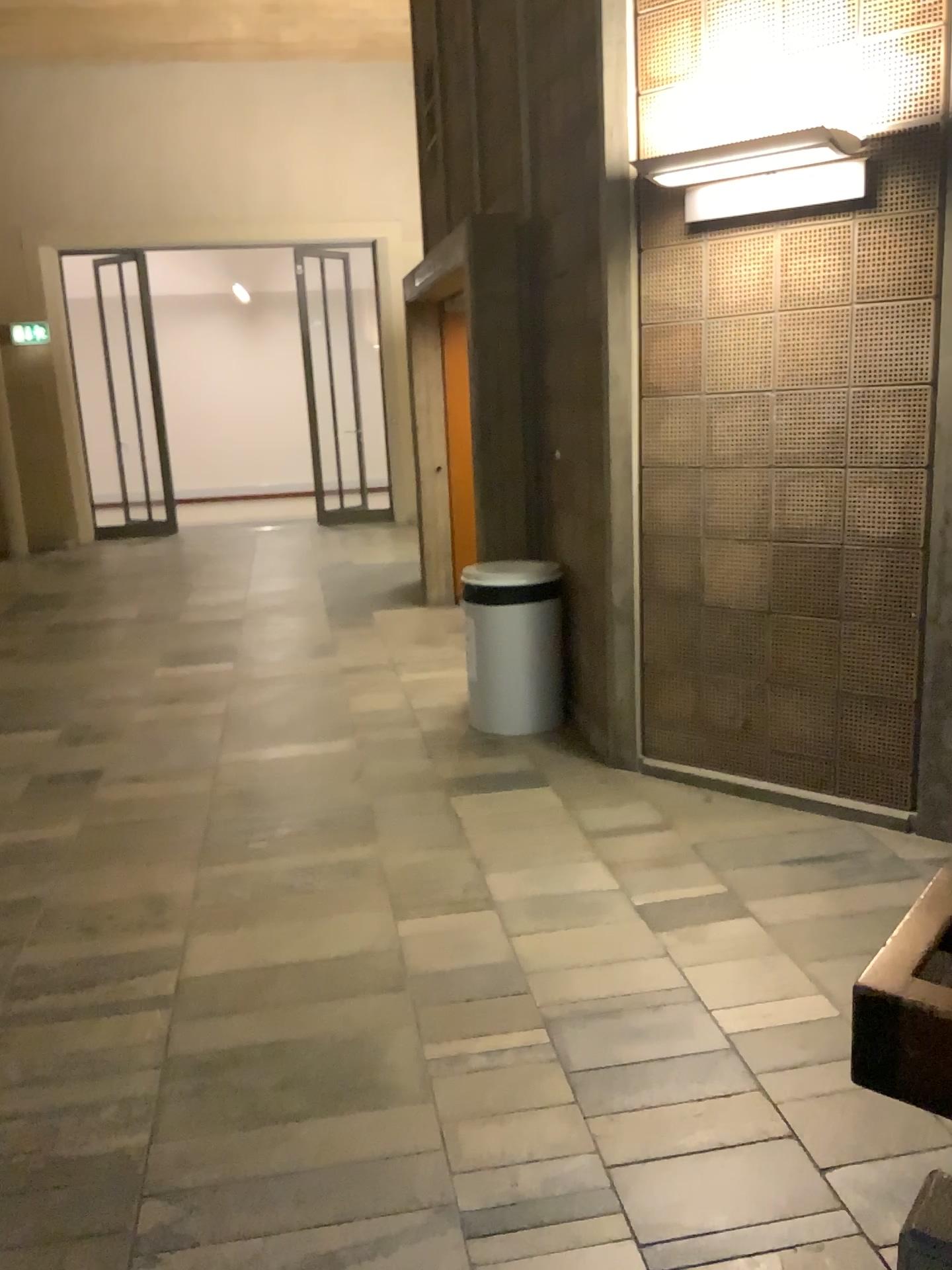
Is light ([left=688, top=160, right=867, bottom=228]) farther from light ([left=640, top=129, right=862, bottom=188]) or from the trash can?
the trash can

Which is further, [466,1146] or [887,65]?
[887,65]

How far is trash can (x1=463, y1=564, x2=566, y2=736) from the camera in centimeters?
463cm

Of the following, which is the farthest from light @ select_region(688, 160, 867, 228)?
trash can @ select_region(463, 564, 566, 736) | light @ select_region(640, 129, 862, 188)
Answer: trash can @ select_region(463, 564, 566, 736)

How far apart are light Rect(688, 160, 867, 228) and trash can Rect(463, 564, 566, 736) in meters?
1.7 m

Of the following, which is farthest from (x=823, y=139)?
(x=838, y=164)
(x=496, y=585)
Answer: (x=496, y=585)

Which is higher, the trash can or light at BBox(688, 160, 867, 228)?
light at BBox(688, 160, 867, 228)

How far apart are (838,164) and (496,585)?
2.1m

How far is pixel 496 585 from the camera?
4.6 meters

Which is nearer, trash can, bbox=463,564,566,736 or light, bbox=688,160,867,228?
light, bbox=688,160,867,228
